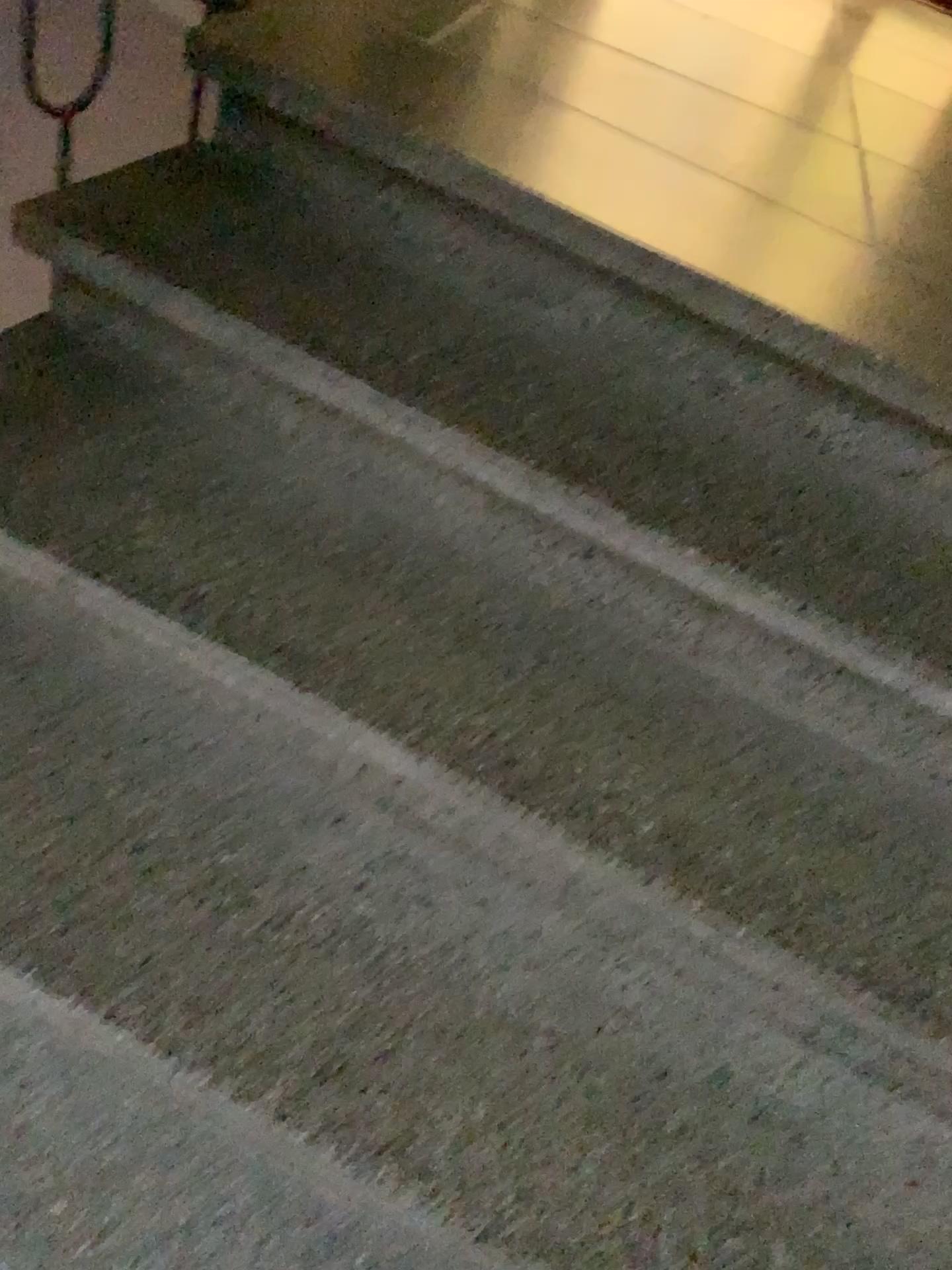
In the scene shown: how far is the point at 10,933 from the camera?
1.0m

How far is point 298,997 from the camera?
0.99m

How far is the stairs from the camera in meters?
1.0
